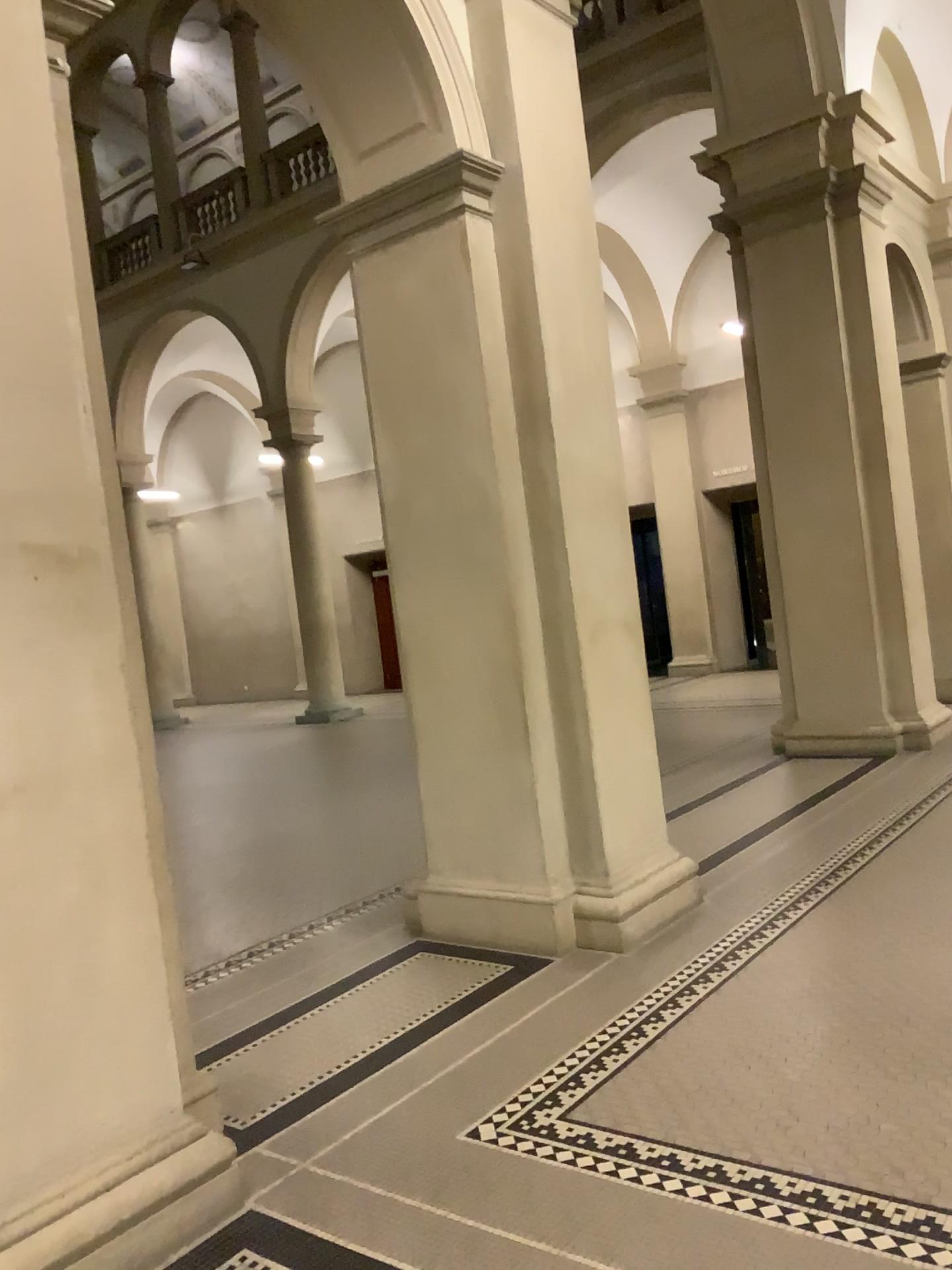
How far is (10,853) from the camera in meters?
2.4

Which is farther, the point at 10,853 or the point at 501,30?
the point at 501,30

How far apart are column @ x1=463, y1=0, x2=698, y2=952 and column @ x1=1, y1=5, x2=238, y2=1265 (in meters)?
1.93

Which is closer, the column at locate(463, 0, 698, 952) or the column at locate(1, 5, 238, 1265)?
the column at locate(1, 5, 238, 1265)

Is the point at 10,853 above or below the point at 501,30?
below

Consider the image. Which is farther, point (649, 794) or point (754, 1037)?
point (649, 794)

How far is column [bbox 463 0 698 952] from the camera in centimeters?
435cm

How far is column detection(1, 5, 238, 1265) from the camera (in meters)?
2.39
